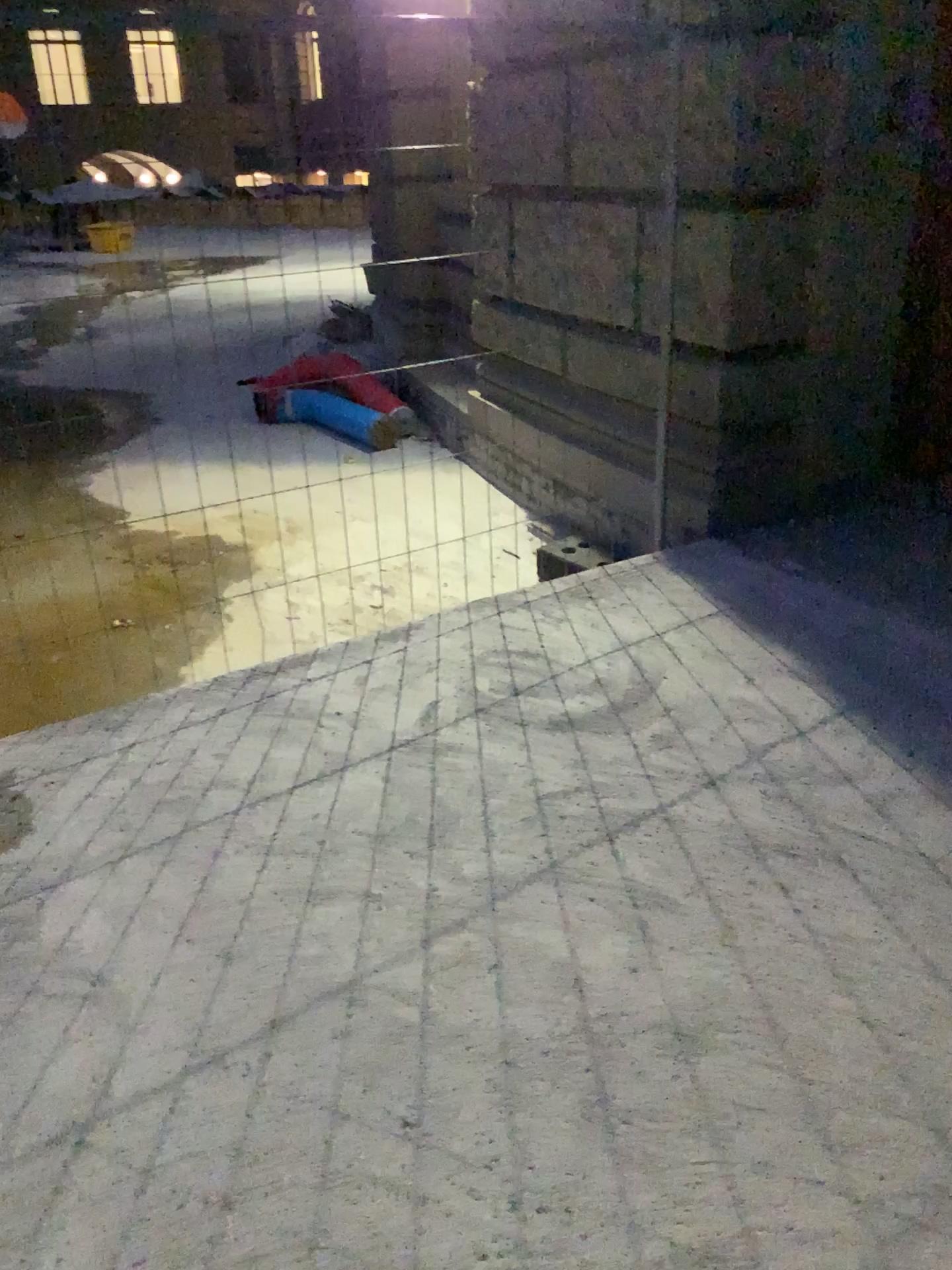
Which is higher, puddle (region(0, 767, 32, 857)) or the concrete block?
the concrete block

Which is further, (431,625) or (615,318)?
(615,318)

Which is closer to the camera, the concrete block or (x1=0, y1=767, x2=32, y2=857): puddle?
(x1=0, y1=767, x2=32, y2=857): puddle

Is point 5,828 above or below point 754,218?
below

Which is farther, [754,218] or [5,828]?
[754,218]

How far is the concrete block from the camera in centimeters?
358cm

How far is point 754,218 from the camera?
3.6m
